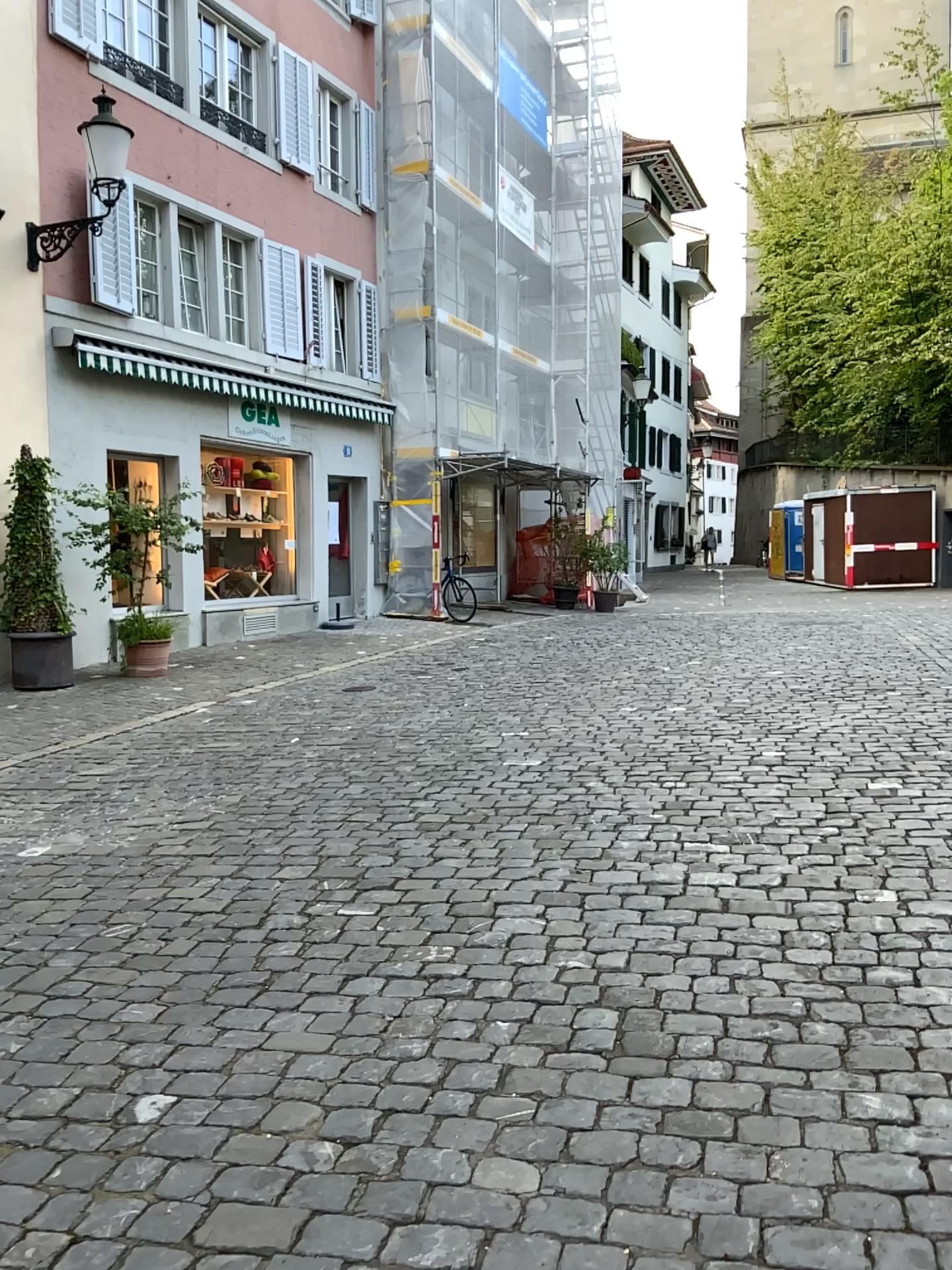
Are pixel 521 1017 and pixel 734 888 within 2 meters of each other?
yes
